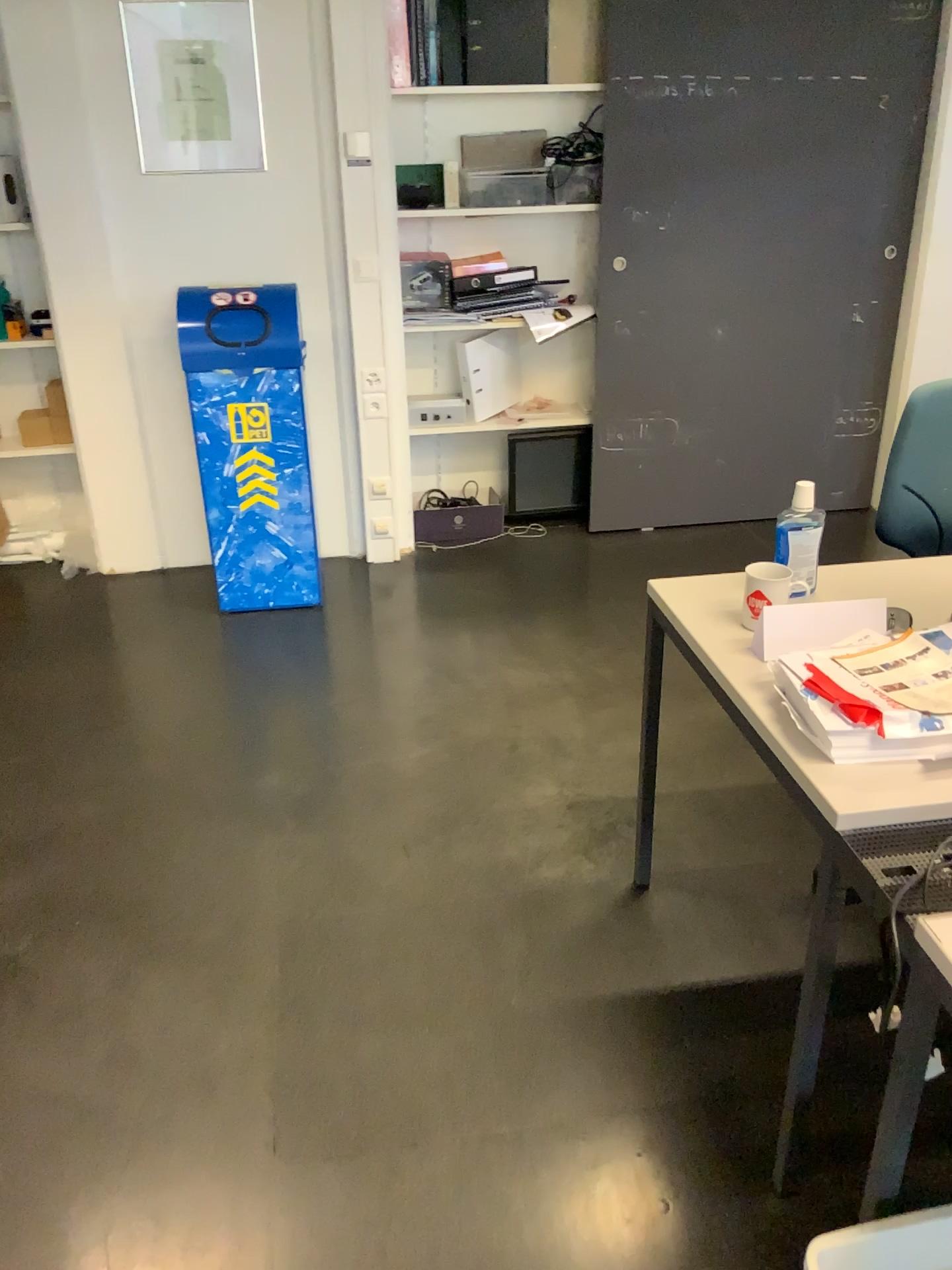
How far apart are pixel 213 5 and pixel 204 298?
0.93m

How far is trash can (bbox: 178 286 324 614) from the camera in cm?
337

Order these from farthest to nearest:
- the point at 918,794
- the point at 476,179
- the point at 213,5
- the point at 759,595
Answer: the point at 476,179
the point at 213,5
the point at 759,595
the point at 918,794

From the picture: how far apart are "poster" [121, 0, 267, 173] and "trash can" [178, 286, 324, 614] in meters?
0.5 m

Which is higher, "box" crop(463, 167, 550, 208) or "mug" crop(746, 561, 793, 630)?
"box" crop(463, 167, 550, 208)

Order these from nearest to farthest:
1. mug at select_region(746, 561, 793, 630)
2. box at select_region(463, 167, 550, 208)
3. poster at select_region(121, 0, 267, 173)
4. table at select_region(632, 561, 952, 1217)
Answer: table at select_region(632, 561, 952, 1217)
mug at select_region(746, 561, 793, 630)
poster at select_region(121, 0, 267, 173)
box at select_region(463, 167, 550, 208)

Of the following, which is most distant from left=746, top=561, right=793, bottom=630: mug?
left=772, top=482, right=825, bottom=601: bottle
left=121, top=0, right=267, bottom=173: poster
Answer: left=121, top=0, right=267, bottom=173: poster

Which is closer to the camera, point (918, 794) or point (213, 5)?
point (918, 794)

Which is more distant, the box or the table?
the box

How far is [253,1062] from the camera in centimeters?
193cm
